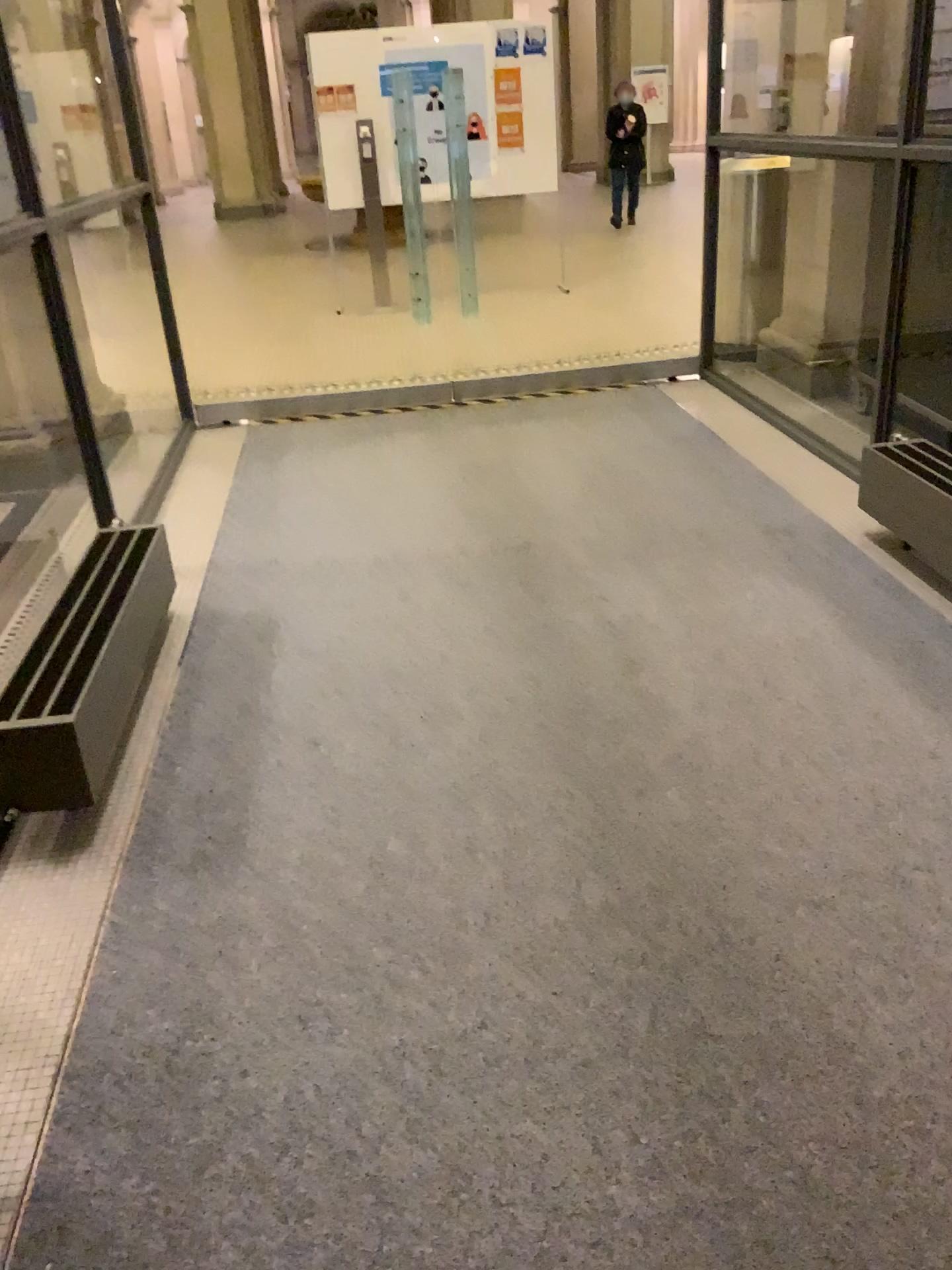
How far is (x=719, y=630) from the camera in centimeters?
294cm
